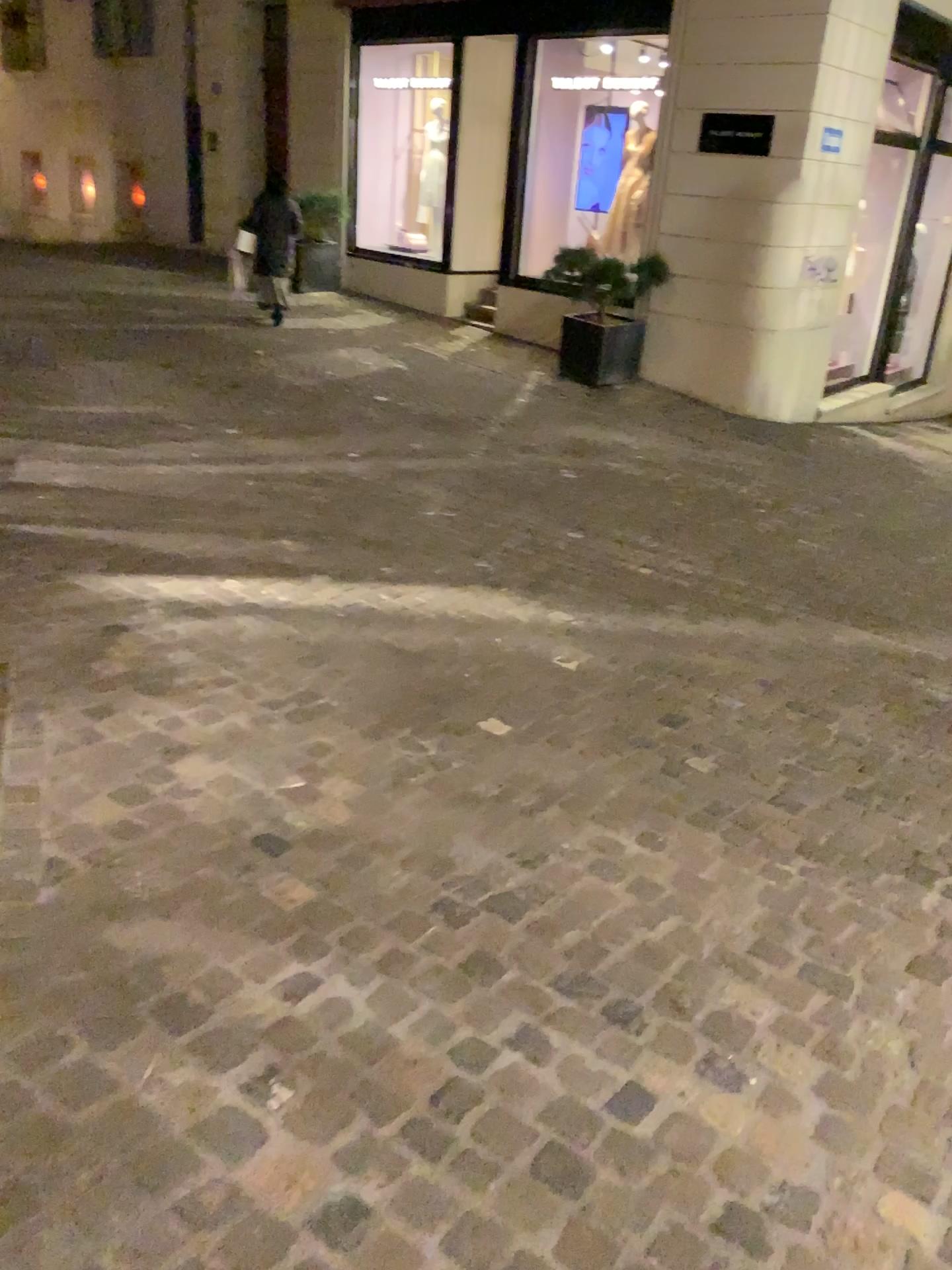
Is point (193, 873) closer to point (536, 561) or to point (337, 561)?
point (337, 561)
